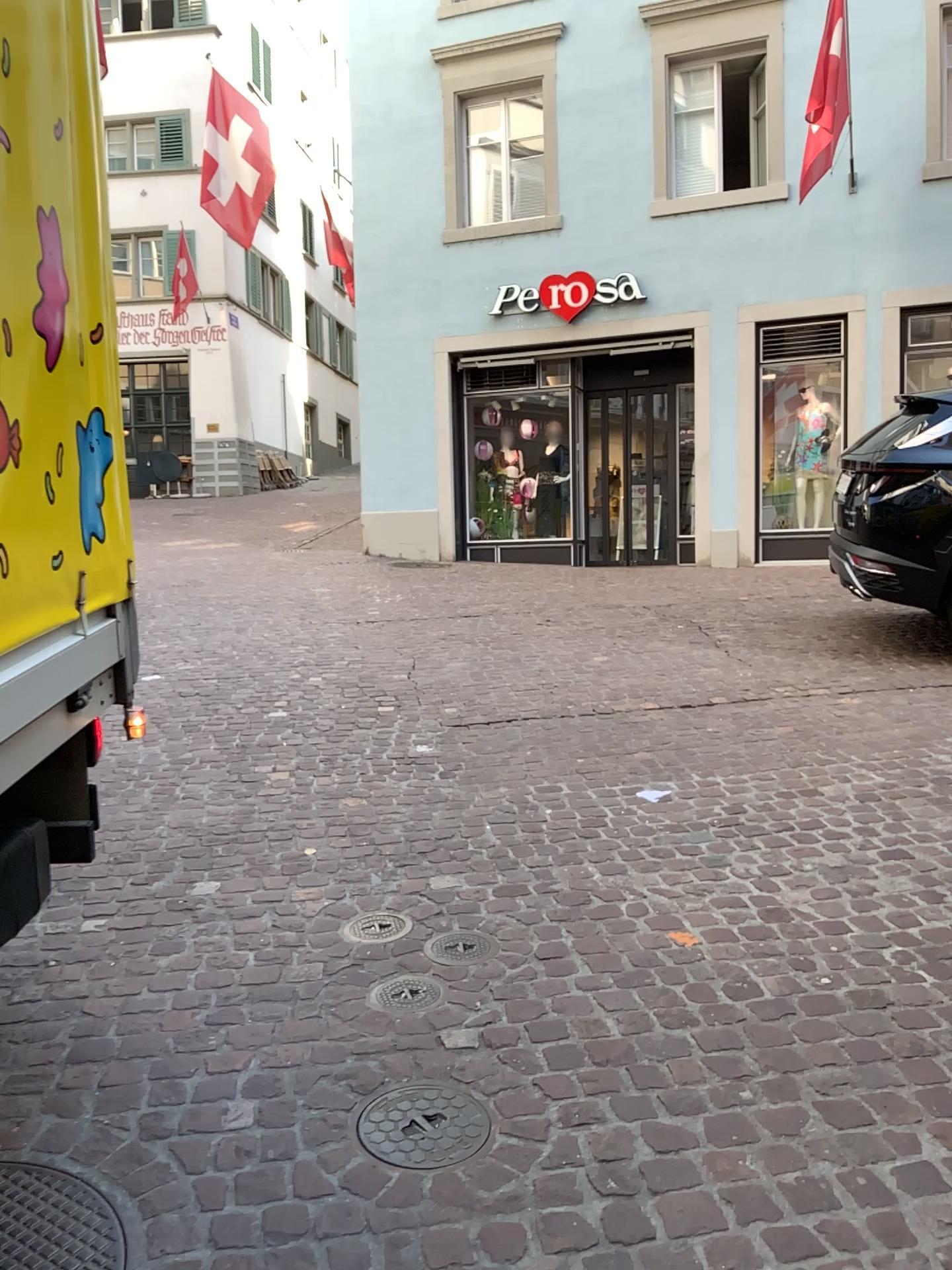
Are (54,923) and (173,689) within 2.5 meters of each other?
no

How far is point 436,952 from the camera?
2.9 meters

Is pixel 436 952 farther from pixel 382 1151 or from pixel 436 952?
pixel 382 1151

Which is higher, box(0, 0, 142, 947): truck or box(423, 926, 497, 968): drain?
box(0, 0, 142, 947): truck

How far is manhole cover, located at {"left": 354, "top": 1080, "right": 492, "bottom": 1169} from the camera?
2.1 meters

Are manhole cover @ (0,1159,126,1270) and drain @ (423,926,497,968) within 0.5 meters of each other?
no

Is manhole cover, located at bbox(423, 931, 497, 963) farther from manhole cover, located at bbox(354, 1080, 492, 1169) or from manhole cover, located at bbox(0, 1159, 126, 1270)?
manhole cover, located at bbox(0, 1159, 126, 1270)

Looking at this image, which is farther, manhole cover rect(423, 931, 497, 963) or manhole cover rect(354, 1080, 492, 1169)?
manhole cover rect(423, 931, 497, 963)

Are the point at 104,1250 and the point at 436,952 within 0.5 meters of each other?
no

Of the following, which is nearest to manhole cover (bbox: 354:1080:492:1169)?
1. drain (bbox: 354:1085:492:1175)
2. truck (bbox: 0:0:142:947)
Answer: drain (bbox: 354:1085:492:1175)
